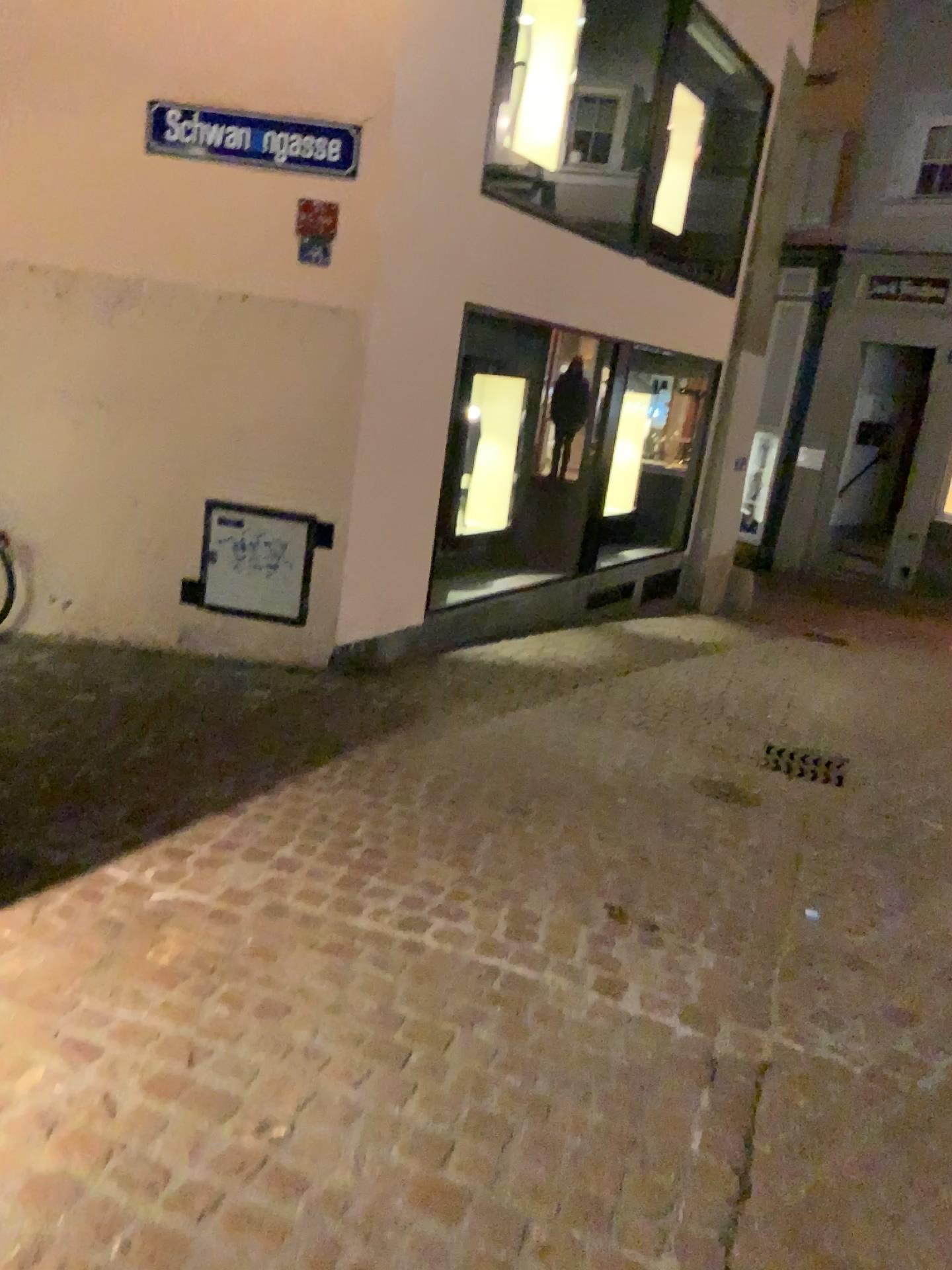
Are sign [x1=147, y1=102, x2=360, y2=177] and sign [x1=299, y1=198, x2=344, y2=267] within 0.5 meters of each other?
yes

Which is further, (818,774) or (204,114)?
(818,774)

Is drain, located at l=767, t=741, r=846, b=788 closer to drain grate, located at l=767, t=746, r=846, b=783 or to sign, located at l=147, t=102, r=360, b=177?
drain grate, located at l=767, t=746, r=846, b=783

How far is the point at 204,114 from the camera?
4.5 meters

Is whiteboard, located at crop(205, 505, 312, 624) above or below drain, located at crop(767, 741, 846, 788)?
above

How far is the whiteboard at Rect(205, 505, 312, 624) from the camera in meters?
4.9

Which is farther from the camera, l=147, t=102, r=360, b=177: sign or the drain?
the drain

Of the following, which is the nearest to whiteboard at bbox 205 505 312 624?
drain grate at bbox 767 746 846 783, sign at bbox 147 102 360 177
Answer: sign at bbox 147 102 360 177

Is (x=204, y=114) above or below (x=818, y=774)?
above

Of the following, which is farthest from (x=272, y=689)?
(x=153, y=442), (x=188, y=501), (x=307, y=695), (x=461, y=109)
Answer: (x=461, y=109)
